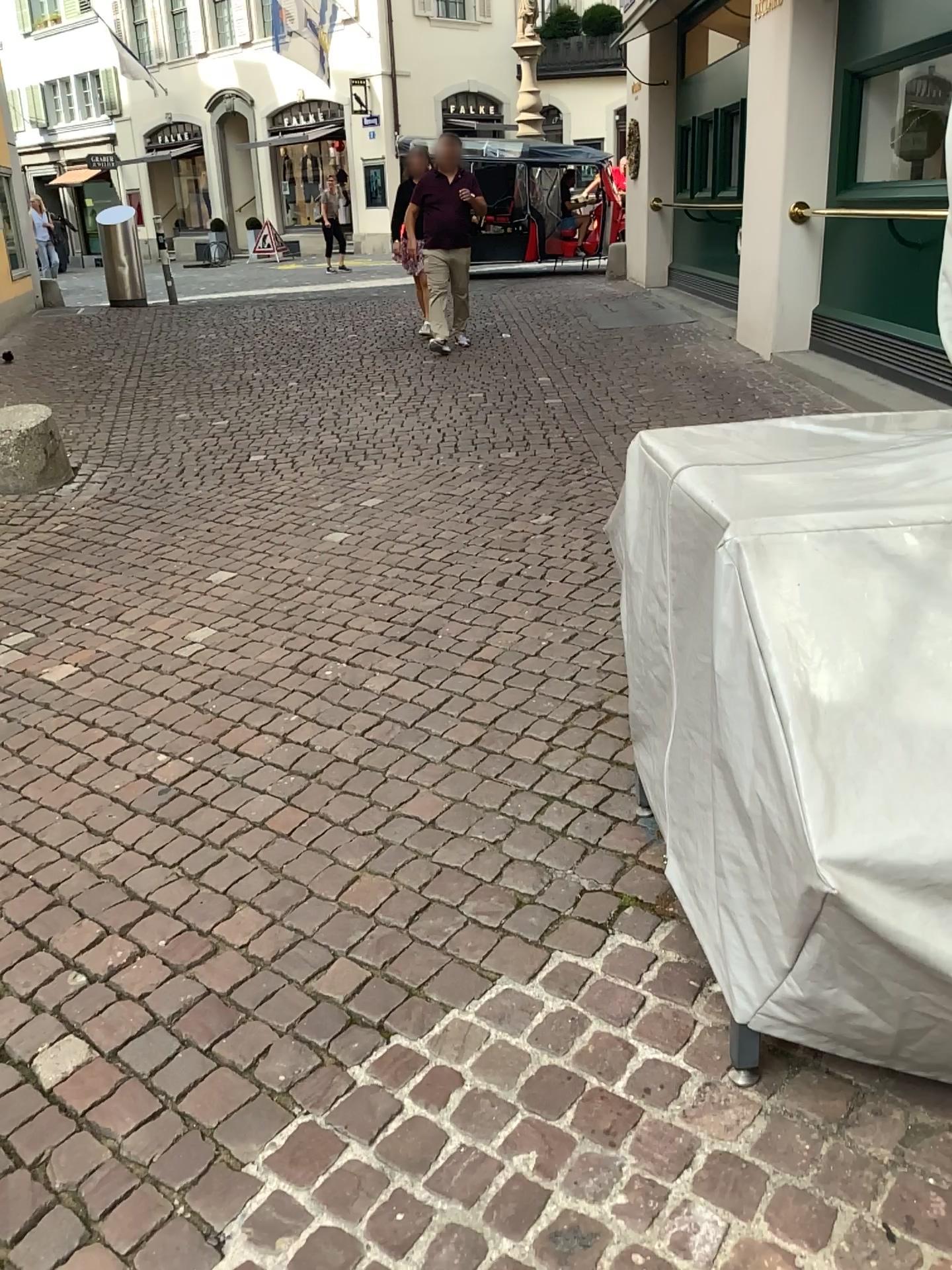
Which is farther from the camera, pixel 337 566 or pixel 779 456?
pixel 337 566
